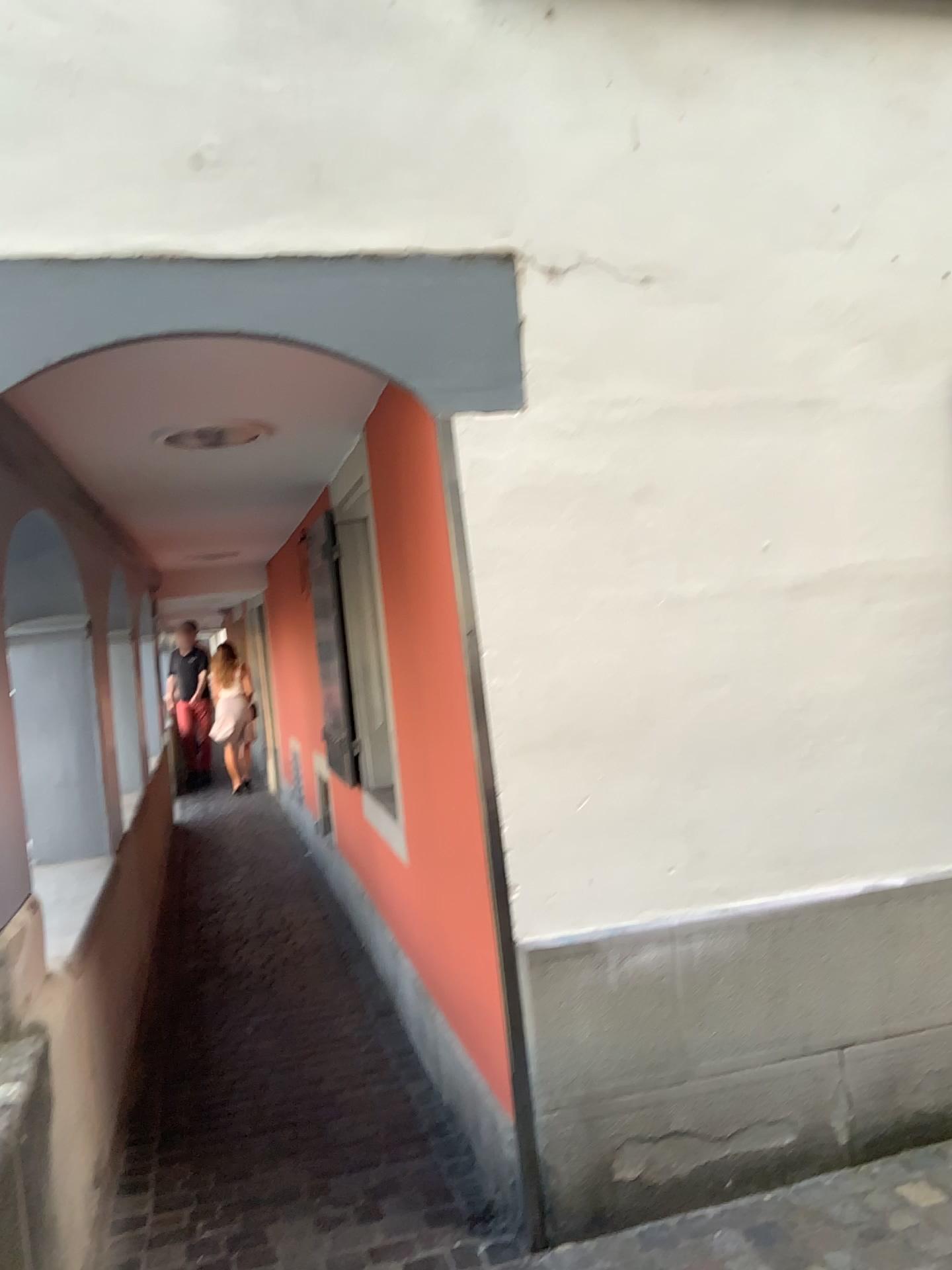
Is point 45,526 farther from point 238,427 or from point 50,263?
point 50,263

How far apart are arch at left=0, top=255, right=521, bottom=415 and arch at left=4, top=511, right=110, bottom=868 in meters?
1.5 m

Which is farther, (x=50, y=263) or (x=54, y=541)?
(x=54, y=541)

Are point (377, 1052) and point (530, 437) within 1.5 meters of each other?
no

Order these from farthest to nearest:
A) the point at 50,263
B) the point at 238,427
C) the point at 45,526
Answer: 1. the point at 45,526
2. the point at 238,427
3. the point at 50,263

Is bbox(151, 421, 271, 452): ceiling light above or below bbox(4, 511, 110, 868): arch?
above

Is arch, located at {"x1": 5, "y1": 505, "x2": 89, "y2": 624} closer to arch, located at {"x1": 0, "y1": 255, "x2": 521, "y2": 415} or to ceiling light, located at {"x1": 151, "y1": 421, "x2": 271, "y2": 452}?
ceiling light, located at {"x1": 151, "y1": 421, "x2": 271, "y2": 452}

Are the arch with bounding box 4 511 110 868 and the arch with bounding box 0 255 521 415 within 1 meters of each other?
no

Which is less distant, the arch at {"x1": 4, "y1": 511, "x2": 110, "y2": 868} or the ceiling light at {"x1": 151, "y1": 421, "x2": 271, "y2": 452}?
the ceiling light at {"x1": 151, "y1": 421, "x2": 271, "y2": 452}

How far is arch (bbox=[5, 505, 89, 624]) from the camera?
3.8 meters
